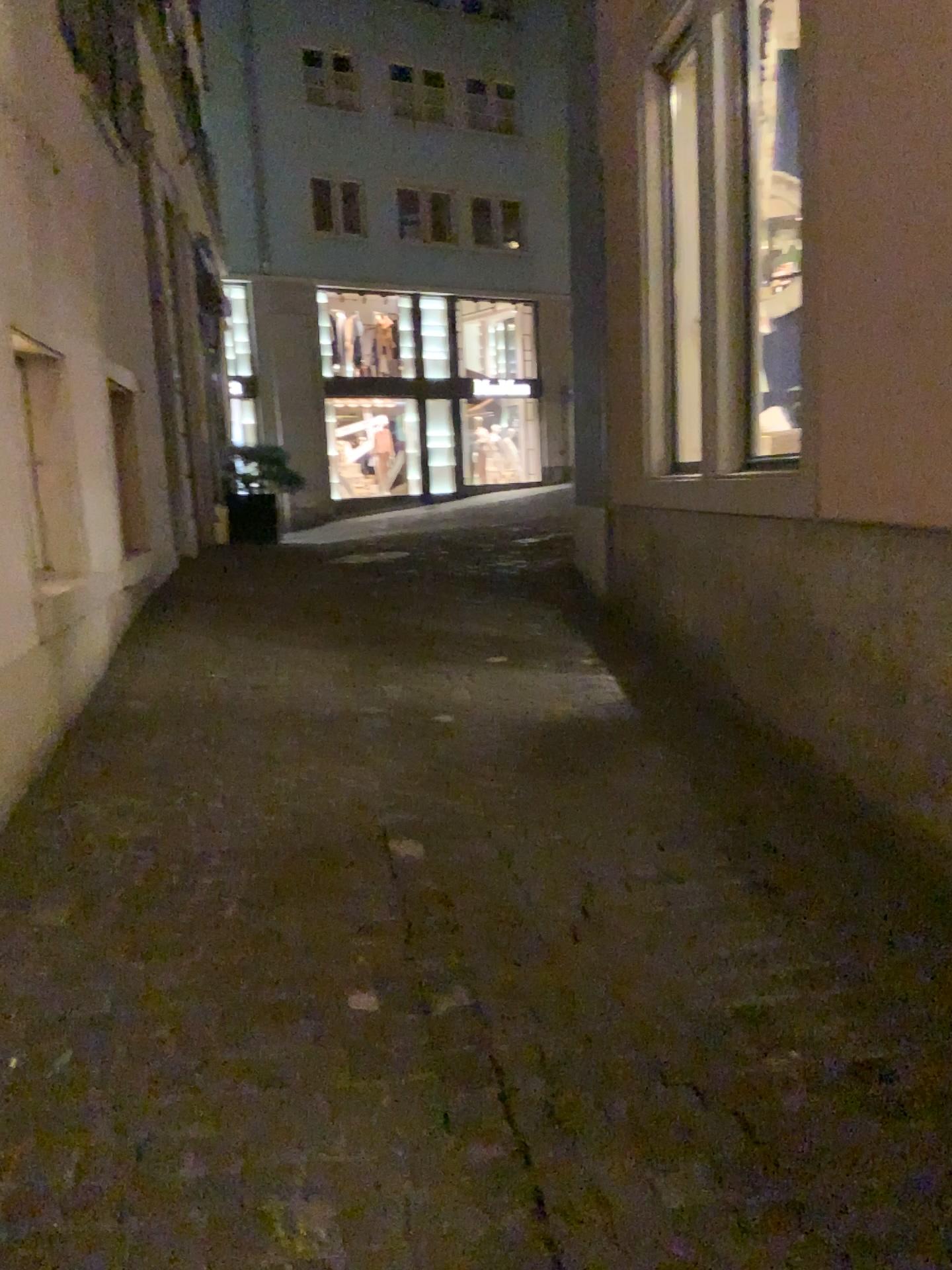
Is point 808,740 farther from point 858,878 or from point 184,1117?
point 184,1117
